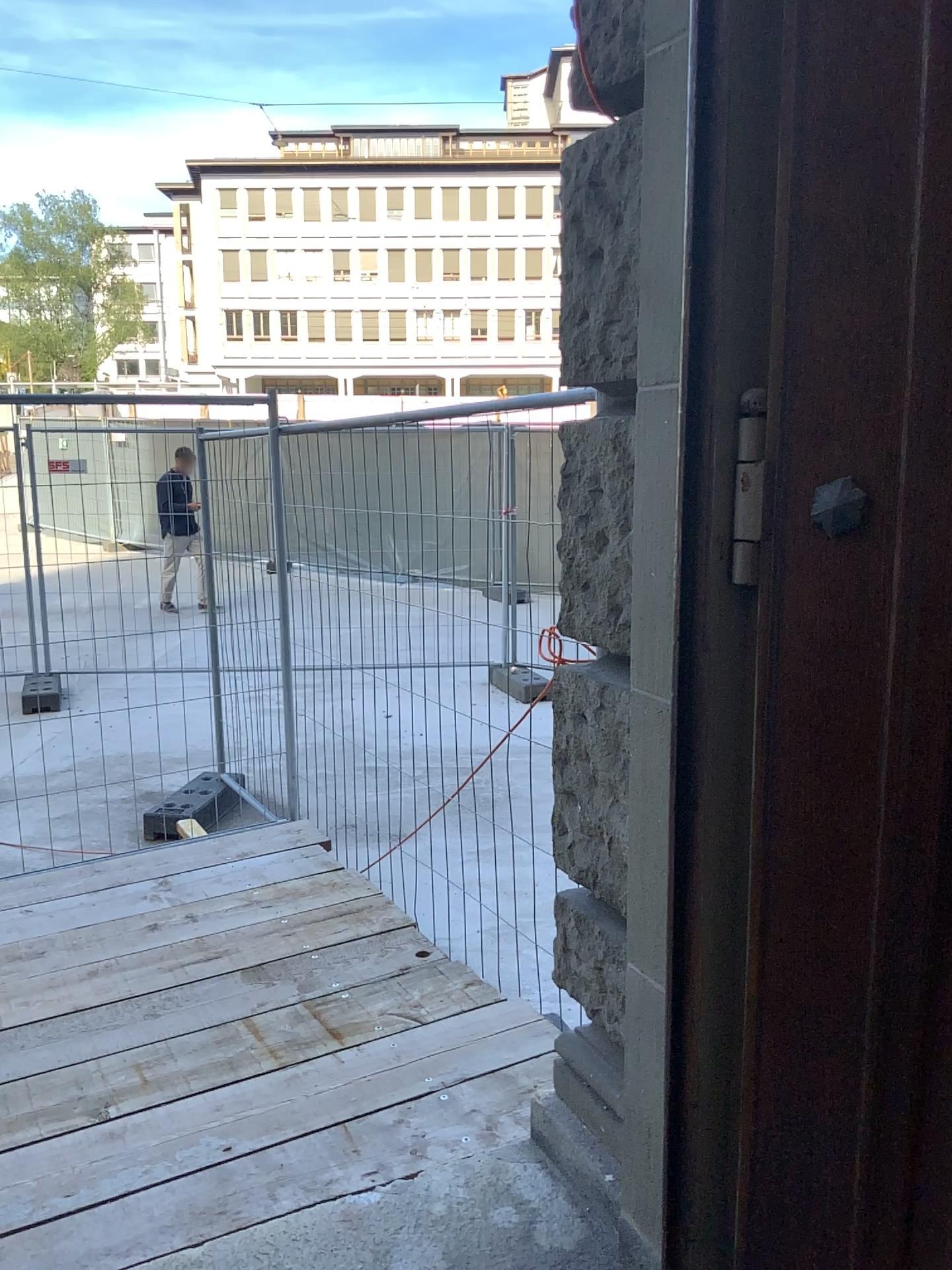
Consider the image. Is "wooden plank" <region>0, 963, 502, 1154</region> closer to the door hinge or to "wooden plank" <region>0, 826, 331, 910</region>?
"wooden plank" <region>0, 826, 331, 910</region>

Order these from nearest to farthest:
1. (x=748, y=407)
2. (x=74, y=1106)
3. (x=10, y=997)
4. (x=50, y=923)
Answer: (x=748, y=407) → (x=74, y=1106) → (x=10, y=997) → (x=50, y=923)

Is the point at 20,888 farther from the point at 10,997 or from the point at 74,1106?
the point at 74,1106

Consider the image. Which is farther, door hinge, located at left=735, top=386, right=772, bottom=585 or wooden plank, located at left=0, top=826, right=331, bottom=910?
wooden plank, located at left=0, top=826, right=331, bottom=910

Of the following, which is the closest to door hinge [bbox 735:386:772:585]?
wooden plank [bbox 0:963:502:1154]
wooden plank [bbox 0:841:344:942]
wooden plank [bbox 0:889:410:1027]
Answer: wooden plank [bbox 0:963:502:1154]

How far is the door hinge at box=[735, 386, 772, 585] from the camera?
1.3m

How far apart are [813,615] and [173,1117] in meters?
→ 2.1 m

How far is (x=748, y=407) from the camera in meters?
1.3 m

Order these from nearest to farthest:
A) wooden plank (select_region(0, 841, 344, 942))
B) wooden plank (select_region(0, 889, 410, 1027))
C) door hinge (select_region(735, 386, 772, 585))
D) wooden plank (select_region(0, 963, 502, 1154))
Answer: door hinge (select_region(735, 386, 772, 585))
wooden plank (select_region(0, 963, 502, 1154))
wooden plank (select_region(0, 889, 410, 1027))
wooden plank (select_region(0, 841, 344, 942))

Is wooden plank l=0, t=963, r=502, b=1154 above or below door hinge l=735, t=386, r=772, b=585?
below
